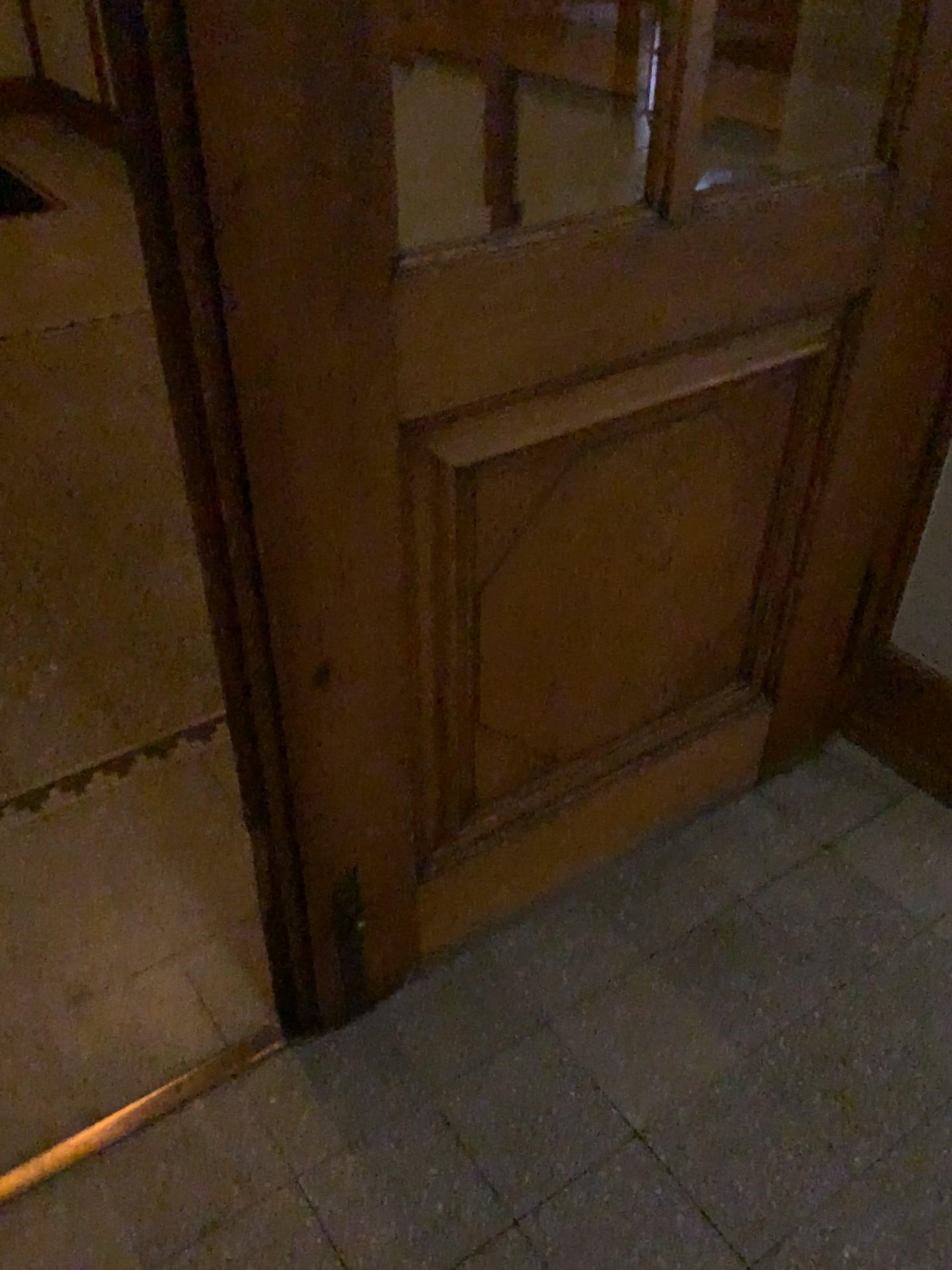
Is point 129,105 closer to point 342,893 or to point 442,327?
point 442,327

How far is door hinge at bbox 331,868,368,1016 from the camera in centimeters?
140cm

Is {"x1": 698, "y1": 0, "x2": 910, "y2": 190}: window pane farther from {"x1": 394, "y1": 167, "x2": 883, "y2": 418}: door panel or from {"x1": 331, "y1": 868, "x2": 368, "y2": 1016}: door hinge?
{"x1": 331, "y1": 868, "x2": 368, "y2": 1016}: door hinge

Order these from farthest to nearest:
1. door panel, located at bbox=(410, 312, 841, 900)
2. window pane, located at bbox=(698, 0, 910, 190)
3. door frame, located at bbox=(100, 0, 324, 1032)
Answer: window pane, located at bbox=(698, 0, 910, 190)
door panel, located at bbox=(410, 312, 841, 900)
door frame, located at bbox=(100, 0, 324, 1032)

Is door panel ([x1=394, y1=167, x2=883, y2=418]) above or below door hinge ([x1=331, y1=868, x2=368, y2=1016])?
above

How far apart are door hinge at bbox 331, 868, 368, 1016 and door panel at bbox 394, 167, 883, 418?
0.64m

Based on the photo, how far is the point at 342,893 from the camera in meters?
1.4

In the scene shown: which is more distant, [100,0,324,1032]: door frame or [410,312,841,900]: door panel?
[410,312,841,900]: door panel

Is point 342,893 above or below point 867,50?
below

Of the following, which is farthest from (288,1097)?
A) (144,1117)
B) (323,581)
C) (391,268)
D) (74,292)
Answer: (74,292)
